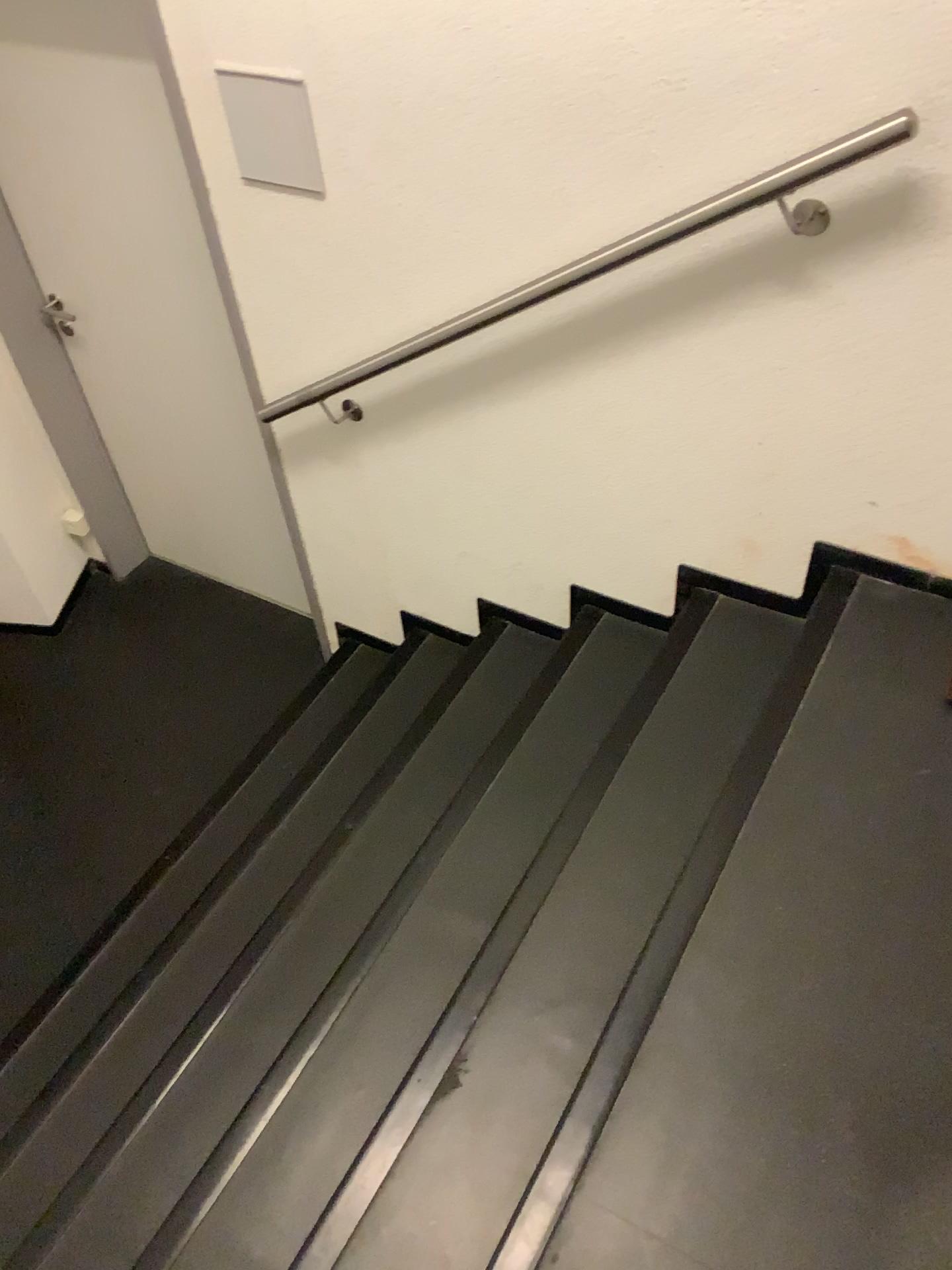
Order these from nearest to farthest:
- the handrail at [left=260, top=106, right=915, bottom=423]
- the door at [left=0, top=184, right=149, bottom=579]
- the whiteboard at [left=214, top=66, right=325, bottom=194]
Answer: the handrail at [left=260, top=106, right=915, bottom=423]
the whiteboard at [left=214, top=66, right=325, bottom=194]
the door at [left=0, top=184, right=149, bottom=579]

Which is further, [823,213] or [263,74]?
[263,74]

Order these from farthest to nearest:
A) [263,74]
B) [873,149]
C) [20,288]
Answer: [20,288], [263,74], [873,149]

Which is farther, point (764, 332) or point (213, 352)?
point (213, 352)

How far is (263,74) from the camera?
2.0 meters

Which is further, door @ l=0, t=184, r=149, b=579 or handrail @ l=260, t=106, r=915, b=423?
door @ l=0, t=184, r=149, b=579

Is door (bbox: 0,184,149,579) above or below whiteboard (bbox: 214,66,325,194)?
below

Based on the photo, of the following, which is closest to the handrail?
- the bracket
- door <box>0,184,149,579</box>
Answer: the bracket

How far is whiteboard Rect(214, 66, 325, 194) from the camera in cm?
199

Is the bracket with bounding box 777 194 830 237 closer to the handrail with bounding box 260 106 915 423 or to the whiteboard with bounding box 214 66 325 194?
the handrail with bounding box 260 106 915 423
